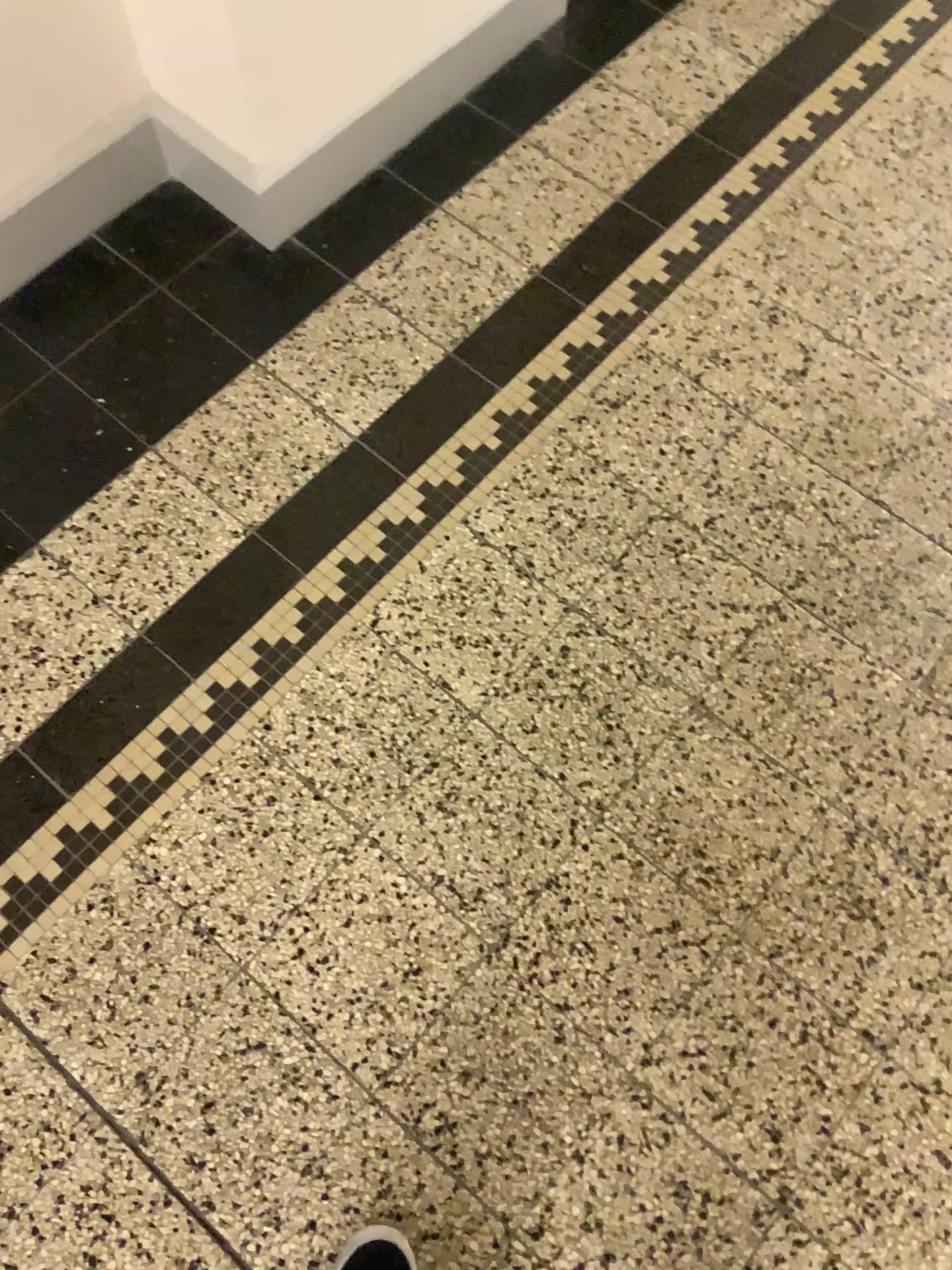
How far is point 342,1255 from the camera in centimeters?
108cm

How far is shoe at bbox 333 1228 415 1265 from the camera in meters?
1.1 m

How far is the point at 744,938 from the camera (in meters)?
1.22
